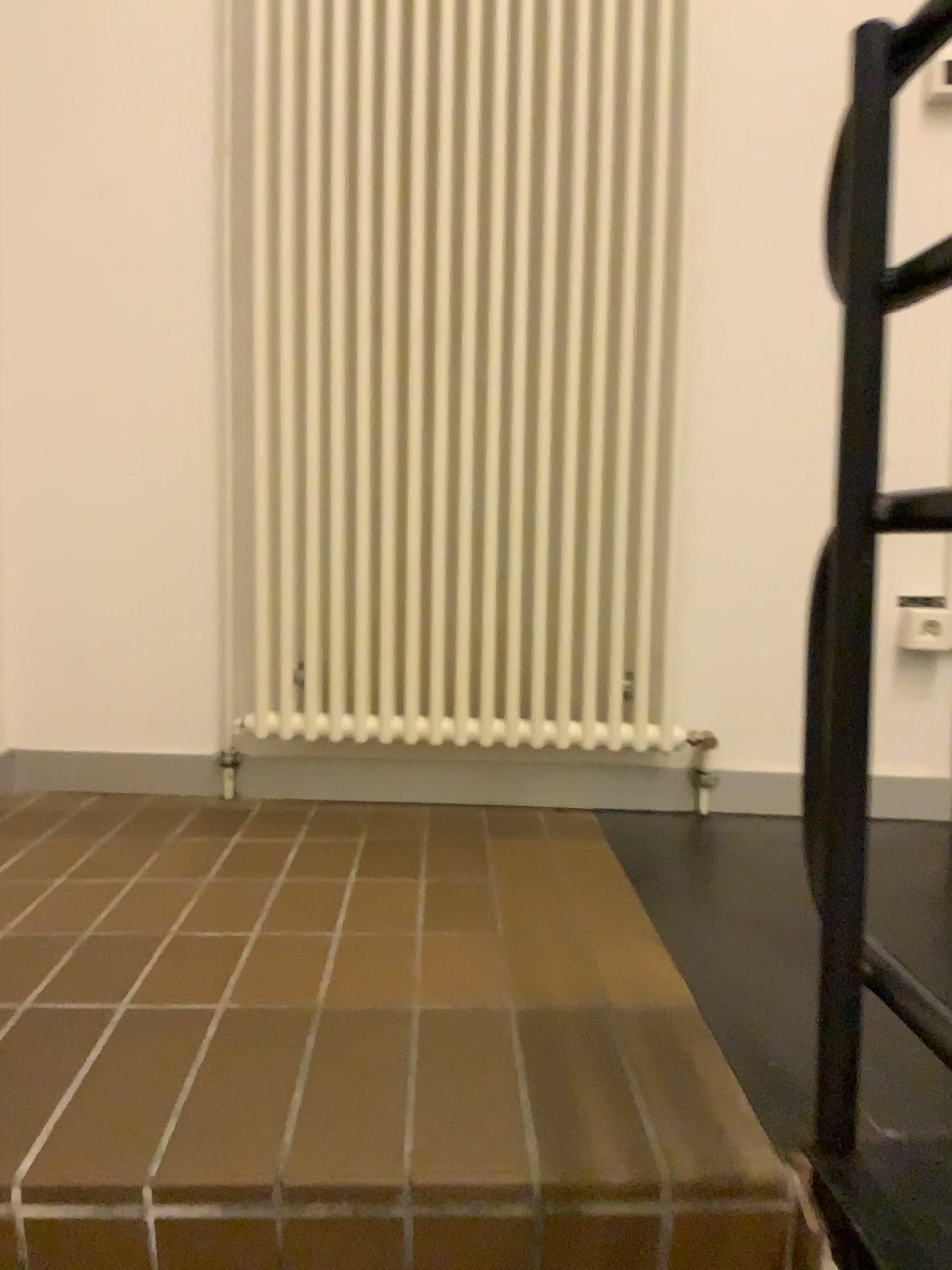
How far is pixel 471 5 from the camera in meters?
1.8 m

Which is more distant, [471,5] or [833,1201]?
[471,5]

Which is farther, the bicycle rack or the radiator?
the radiator

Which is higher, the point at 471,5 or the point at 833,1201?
the point at 471,5

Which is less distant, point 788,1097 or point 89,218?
point 788,1097

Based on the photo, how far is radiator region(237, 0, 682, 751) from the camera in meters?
1.8
